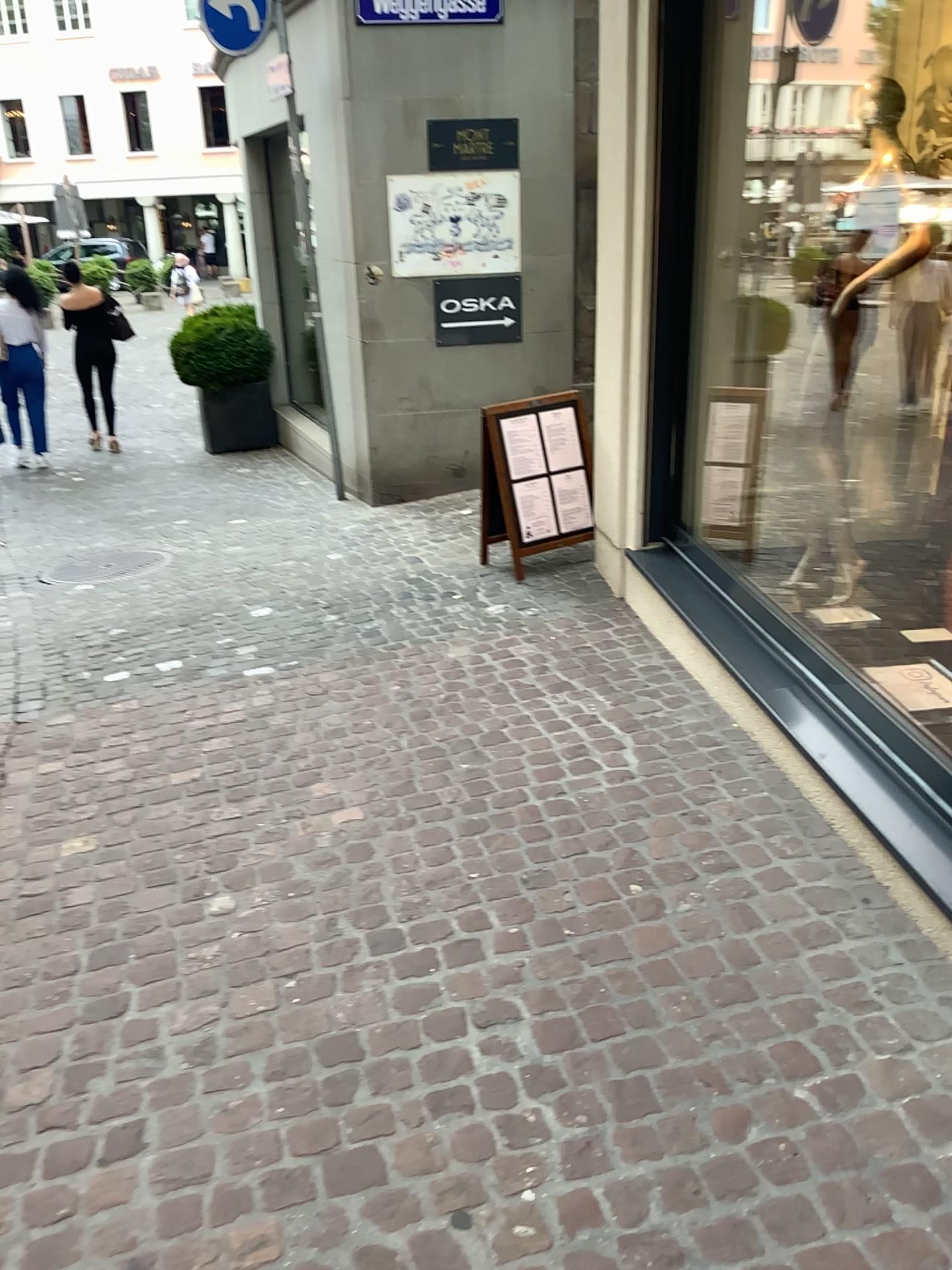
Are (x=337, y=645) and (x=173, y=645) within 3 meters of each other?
yes
